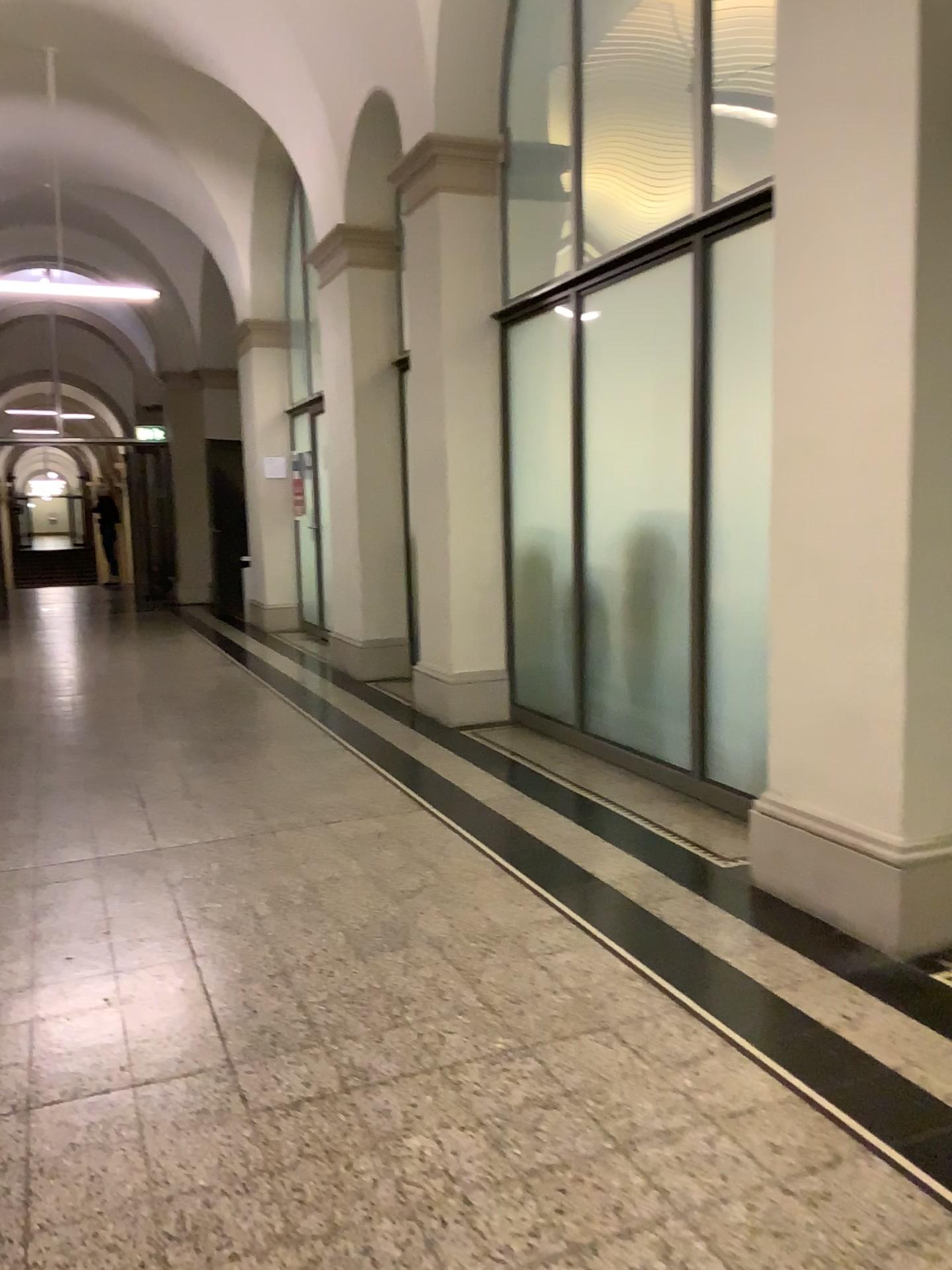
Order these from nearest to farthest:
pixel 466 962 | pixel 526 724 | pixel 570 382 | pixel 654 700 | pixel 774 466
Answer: pixel 466 962, pixel 774 466, pixel 654 700, pixel 570 382, pixel 526 724
